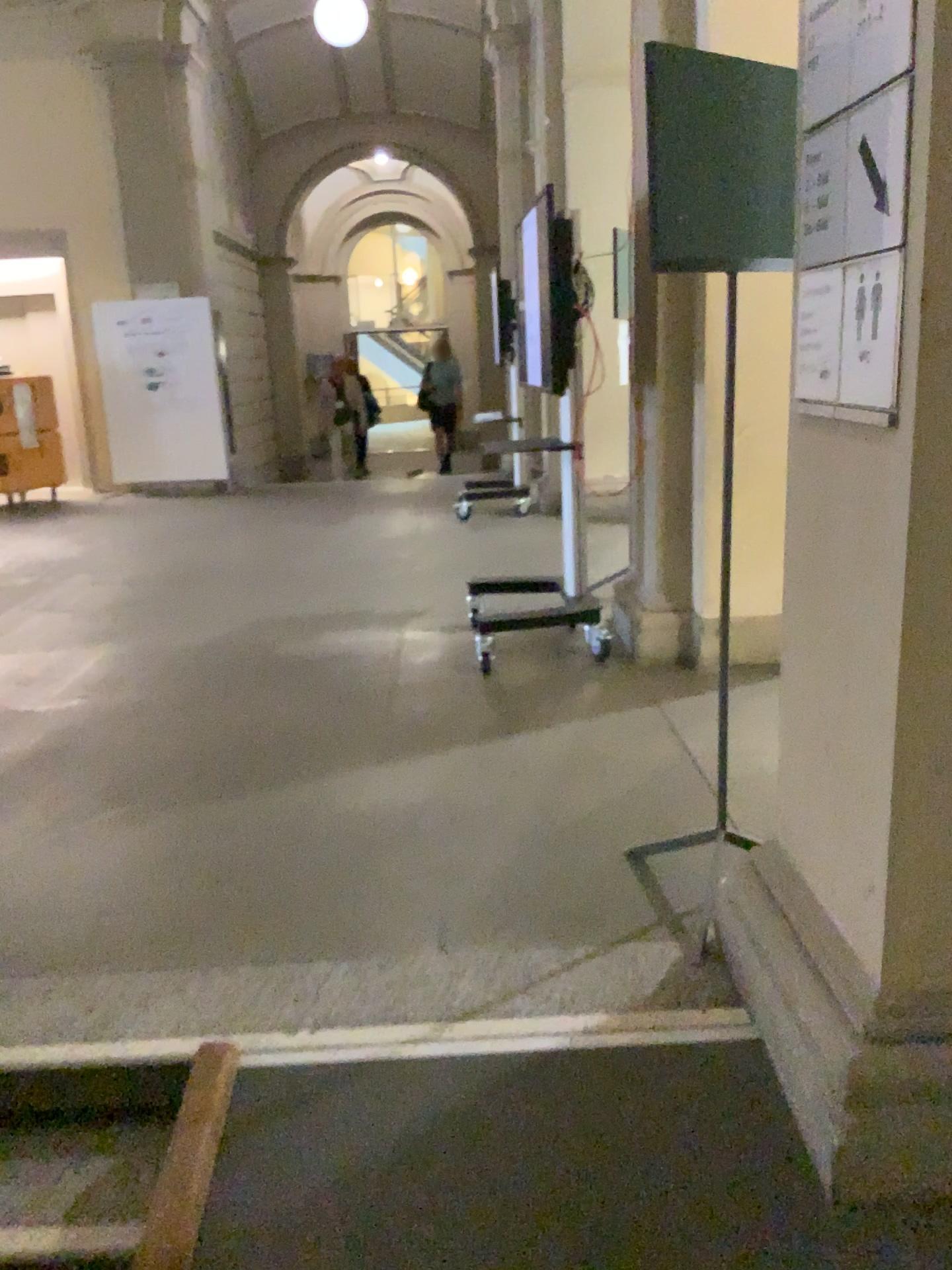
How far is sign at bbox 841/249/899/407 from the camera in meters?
1.5 m

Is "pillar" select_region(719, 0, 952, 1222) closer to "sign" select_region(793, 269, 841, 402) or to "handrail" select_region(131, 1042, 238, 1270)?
"sign" select_region(793, 269, 841, 402)

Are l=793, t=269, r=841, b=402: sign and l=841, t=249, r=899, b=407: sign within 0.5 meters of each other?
yes

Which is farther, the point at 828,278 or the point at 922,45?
the point at 828,278

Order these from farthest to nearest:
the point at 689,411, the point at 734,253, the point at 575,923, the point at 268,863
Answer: the point at 689,411 → the point at 268,863 → the point at 575,923 → the point at 734,253

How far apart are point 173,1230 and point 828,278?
1.8 meters

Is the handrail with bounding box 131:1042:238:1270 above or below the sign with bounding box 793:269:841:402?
below

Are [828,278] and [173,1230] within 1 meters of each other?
no

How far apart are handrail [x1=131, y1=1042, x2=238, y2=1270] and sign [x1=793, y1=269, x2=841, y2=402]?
1.6 meters

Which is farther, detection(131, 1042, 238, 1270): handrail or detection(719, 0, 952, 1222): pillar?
detection(131, 1042, 238, 1270): handrail
